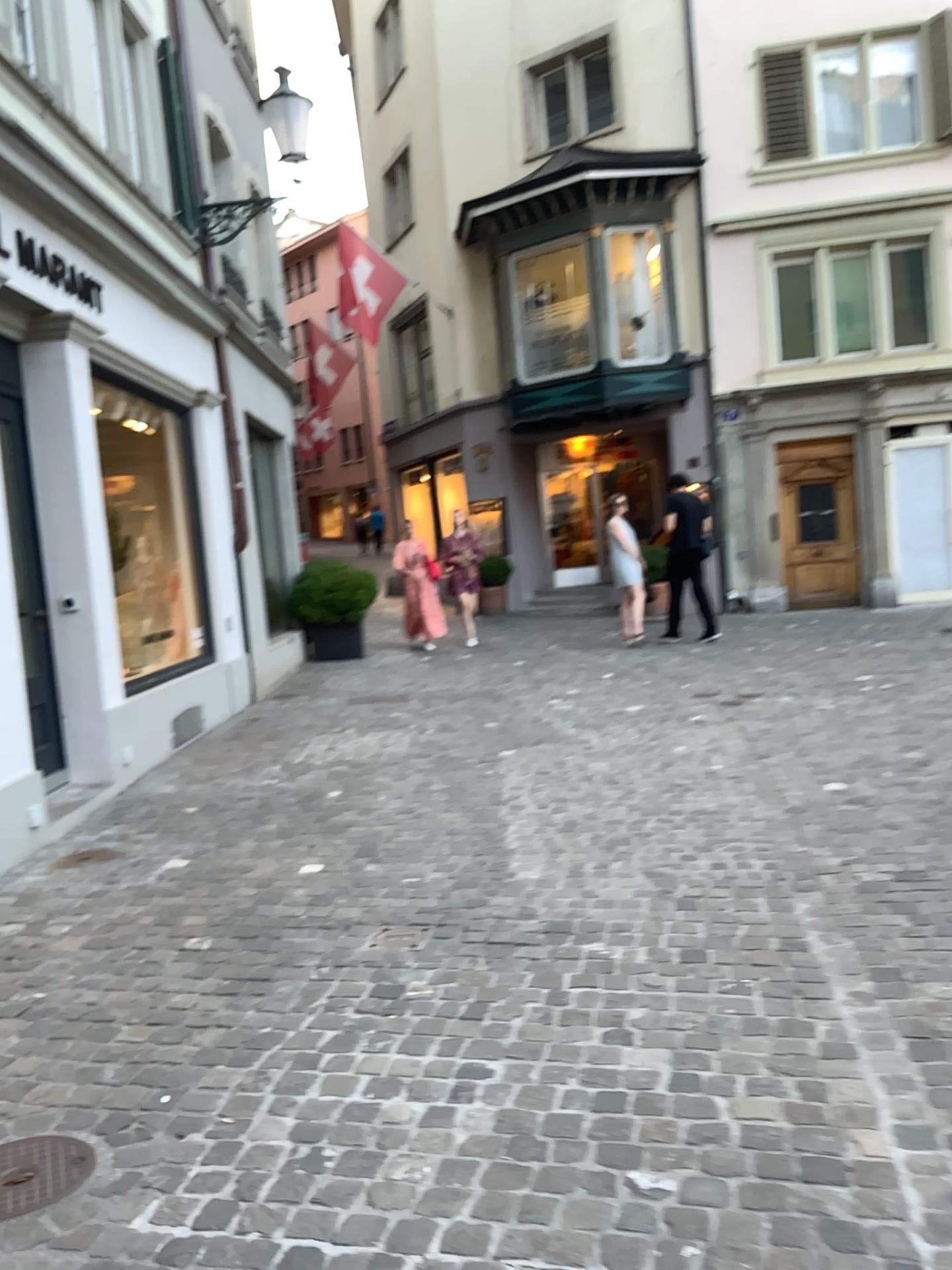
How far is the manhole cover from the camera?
2.2m

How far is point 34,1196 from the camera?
2.23m

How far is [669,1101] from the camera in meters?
2.4 m
